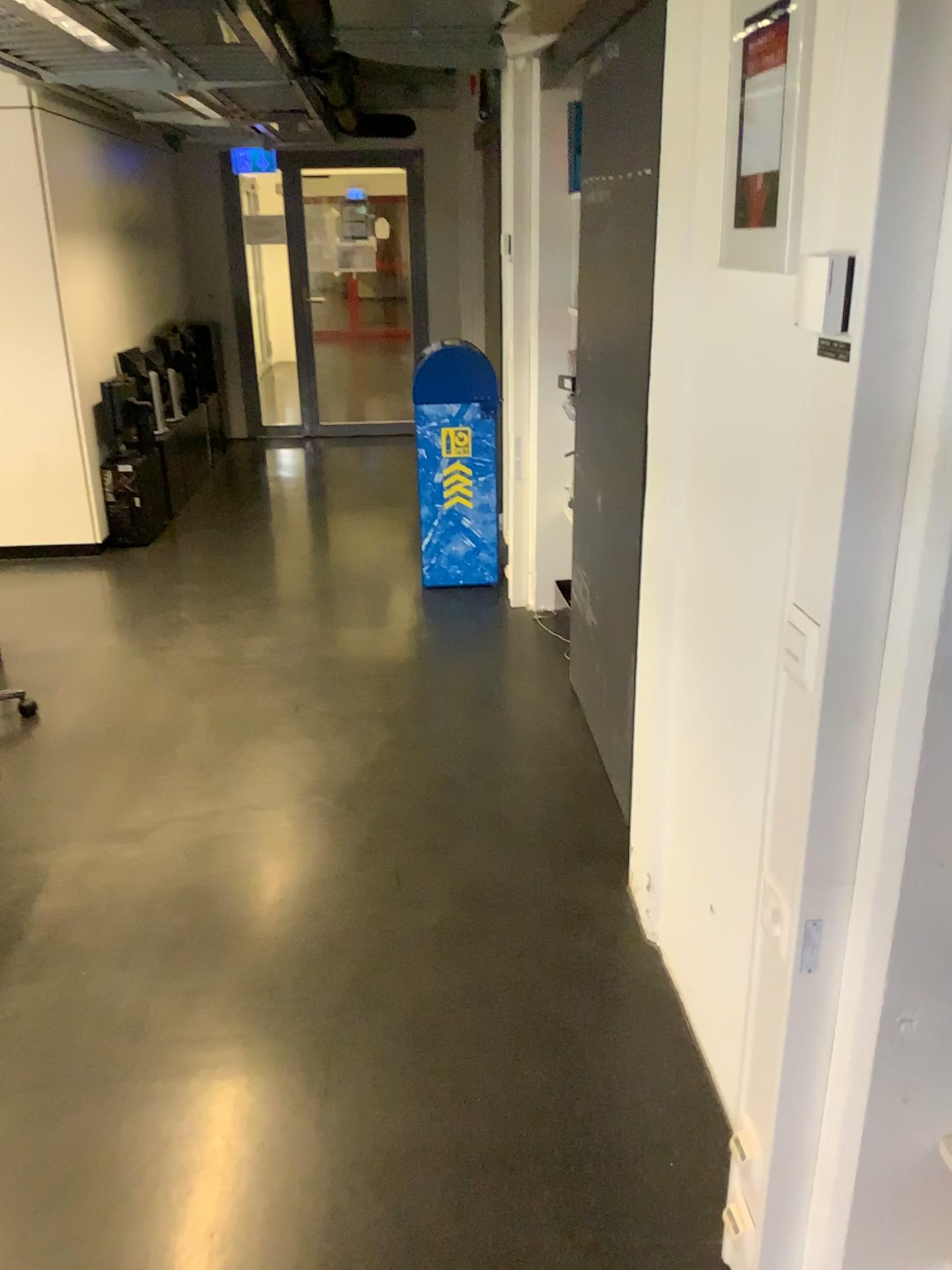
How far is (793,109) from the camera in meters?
1.4 m

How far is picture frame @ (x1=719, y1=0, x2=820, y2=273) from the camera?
1.4 meters

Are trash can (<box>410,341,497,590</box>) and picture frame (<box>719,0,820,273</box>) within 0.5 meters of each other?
no

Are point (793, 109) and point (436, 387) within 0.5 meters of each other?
no

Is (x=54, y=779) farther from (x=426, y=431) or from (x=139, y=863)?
(x=426, y=431)

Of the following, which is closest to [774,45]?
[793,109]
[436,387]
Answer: [793,109]

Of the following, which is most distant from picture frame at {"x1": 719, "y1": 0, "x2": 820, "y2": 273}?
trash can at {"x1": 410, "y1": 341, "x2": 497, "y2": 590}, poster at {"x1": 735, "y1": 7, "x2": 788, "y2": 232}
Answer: trash can at {"x1": 410, "y1": 341, "x2": 497, "y2": 590}

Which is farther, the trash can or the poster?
the trash can

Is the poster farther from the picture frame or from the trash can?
the trash can

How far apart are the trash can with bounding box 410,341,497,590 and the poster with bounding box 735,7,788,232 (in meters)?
3.01
